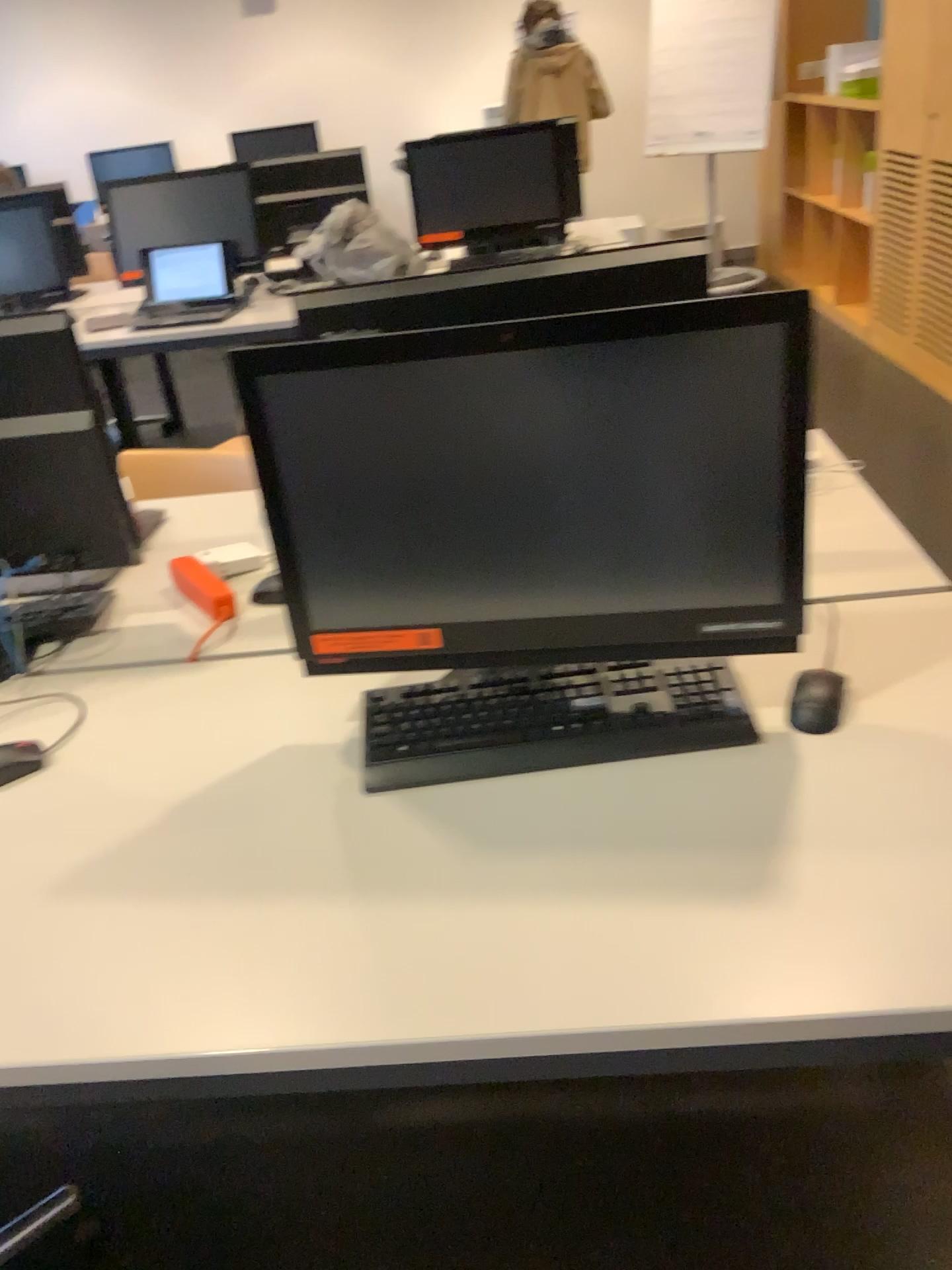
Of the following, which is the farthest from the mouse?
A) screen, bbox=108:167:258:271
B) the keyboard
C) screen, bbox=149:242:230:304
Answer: screen, bbox=108:167:258:271

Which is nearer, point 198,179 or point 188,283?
point 188,283

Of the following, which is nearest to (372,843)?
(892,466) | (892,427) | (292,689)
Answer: (292,689)

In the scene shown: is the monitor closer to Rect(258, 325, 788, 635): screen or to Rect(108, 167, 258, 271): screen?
Rect(258, 325, 788, 635): screen

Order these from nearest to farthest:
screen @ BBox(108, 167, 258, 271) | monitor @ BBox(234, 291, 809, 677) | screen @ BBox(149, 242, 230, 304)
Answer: monitor @ BBox(234, 291, 809, 677)
screen @ BBox(149, 242, 230, 304)
screen @ BBox(108, 167, 258, 271)

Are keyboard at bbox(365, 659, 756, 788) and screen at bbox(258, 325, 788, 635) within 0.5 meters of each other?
yes

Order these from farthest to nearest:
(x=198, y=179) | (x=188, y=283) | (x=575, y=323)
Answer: (x=198, y=179)
(x=188, y=283)
(x=575, y=323)

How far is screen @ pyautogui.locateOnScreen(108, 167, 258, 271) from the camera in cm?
402

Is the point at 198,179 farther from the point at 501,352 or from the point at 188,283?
the point at 501,352

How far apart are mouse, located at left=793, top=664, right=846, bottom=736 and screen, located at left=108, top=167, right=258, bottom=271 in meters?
3.5 m
